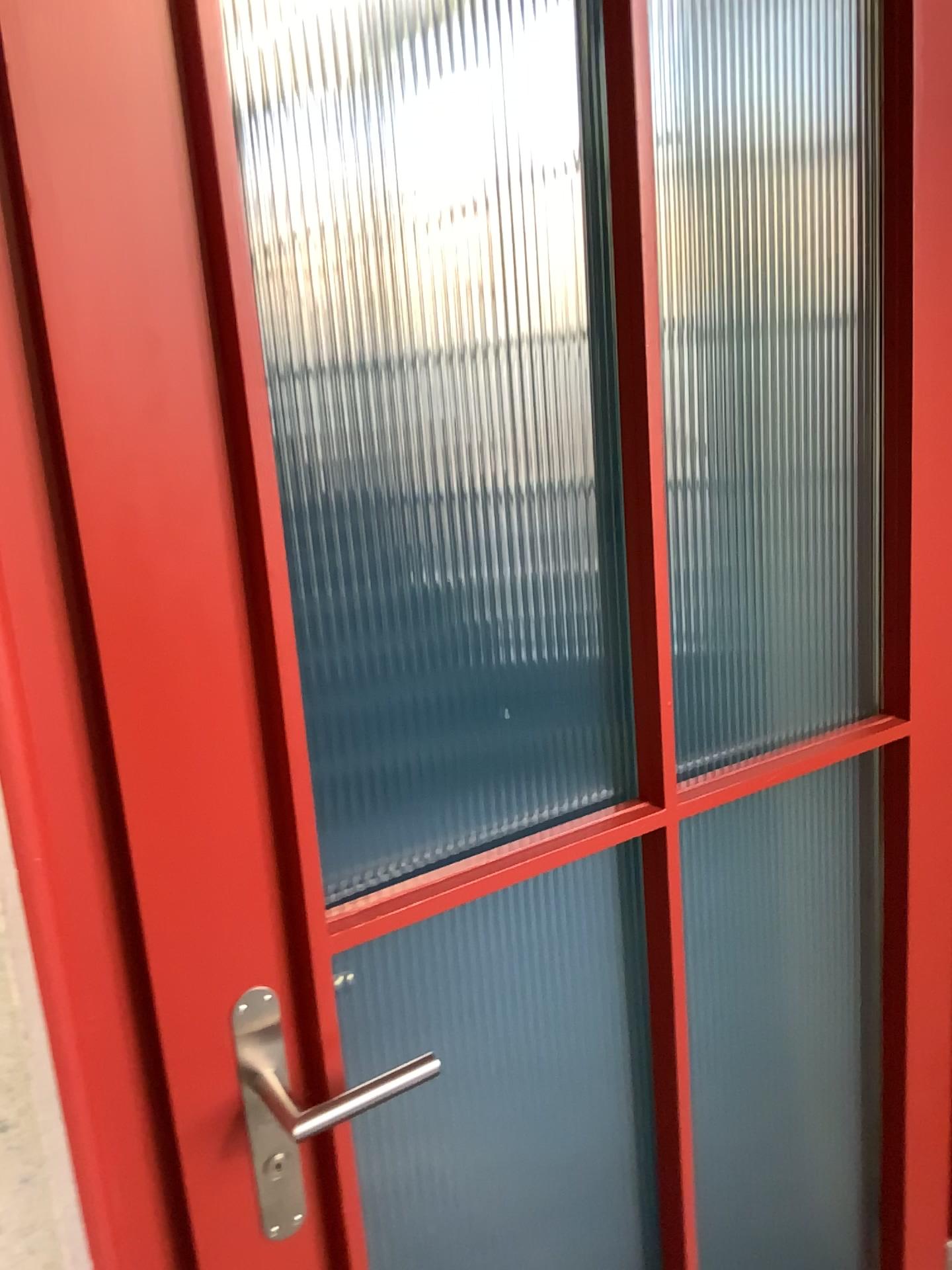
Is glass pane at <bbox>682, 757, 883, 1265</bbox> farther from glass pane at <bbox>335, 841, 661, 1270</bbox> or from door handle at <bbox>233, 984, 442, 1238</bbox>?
door handle at <bbox>233, 984, 442, 1238</bbox>

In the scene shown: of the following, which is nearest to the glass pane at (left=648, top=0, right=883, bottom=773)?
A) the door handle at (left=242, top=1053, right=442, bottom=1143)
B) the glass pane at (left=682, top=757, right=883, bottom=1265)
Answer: the glass pane at (left=682, top=757, right=883, bottom=1265)

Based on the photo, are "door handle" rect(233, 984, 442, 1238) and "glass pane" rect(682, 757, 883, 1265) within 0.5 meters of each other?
no

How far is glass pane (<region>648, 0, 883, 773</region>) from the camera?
1.35m

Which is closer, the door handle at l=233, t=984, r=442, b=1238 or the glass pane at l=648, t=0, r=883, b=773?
the door handle at l=233, t=984, r=442, b=1238

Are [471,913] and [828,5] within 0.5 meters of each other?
no

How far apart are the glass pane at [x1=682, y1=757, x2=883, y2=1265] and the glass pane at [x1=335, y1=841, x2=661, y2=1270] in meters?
0.5 m

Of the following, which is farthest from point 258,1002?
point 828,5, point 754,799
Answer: point 828,5

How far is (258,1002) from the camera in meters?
0.9 m

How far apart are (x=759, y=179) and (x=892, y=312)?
0.4m
